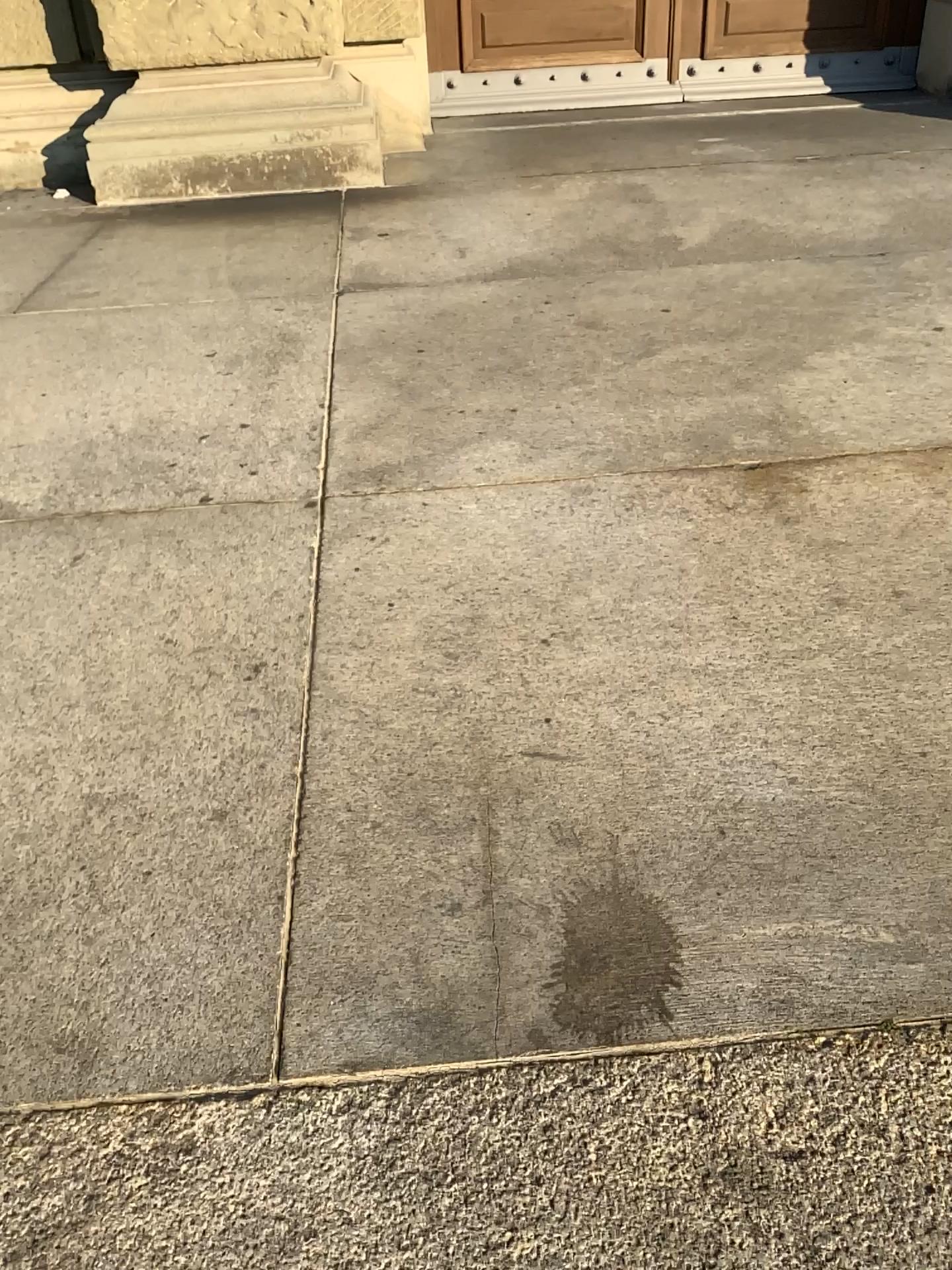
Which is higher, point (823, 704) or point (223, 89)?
point (223, 89)
